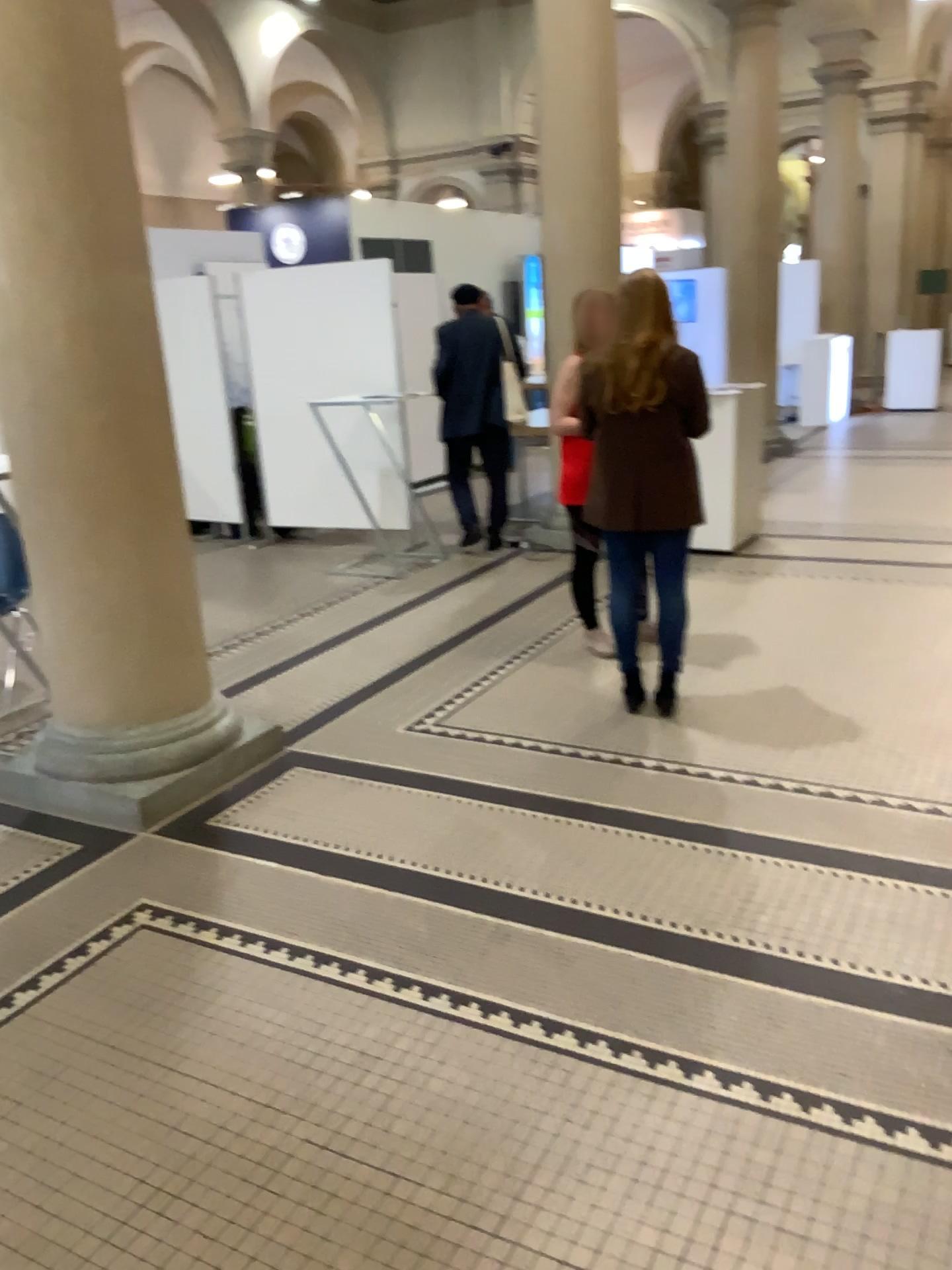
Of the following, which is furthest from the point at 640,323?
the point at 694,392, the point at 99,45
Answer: the point at 99,45

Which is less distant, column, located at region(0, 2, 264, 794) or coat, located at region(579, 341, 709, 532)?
column, located at region(0, 2, 264, 794)

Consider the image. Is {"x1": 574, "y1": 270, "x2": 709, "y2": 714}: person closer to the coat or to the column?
the coat

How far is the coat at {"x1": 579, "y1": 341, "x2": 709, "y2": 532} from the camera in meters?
3.8

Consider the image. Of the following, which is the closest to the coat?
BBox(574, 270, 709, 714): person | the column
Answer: BBox(574, 270, 709, 714): person

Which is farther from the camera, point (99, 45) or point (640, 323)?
point (640, 323)

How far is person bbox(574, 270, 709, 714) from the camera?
3.8 meters

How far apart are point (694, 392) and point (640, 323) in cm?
31

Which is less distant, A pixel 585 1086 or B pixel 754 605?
A pixel 585 1086

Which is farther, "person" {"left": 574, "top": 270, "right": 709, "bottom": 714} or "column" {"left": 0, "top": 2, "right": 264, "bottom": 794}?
"person" {"left": 574, "top": 270, "right": 709, "bottom": 714}
